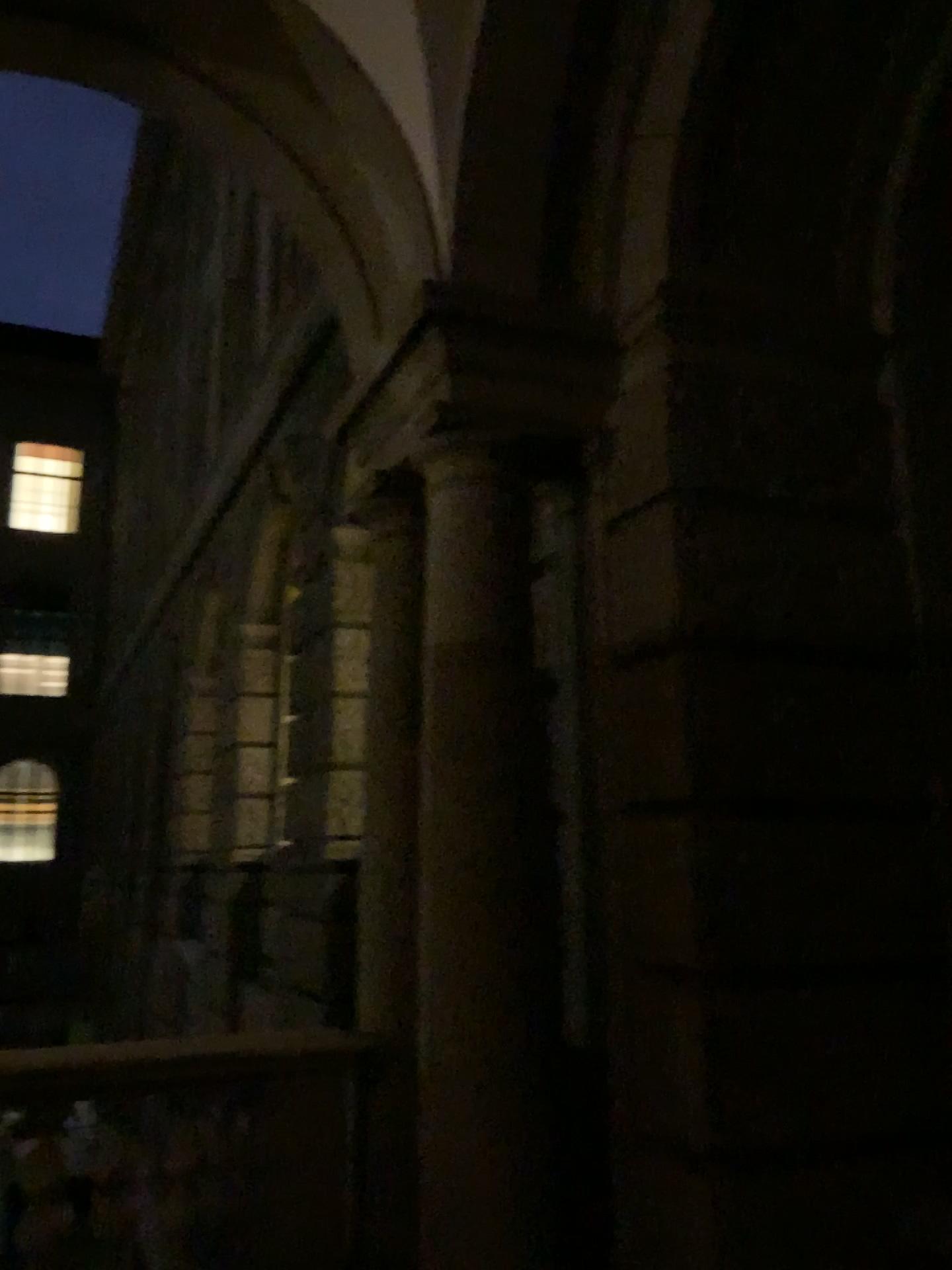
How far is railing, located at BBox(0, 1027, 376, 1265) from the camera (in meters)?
3.46

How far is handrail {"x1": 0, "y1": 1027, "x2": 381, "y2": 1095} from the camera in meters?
3.5 m

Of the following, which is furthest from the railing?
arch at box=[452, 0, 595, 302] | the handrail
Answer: arch at box=[452, 0, 595, 302]

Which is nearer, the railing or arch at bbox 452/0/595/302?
the railing

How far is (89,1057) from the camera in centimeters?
346cm

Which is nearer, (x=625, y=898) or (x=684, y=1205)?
(x=684, y=1205)

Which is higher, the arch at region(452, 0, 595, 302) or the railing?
the arch at region(452, 0, 595, 302)

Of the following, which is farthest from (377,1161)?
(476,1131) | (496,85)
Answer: (496,85)

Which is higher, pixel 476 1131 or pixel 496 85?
pixel 496 85

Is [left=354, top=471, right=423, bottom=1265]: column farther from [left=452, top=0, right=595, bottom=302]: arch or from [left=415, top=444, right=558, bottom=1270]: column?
[left=452, top=0, right=595, bottom=302]: arch
